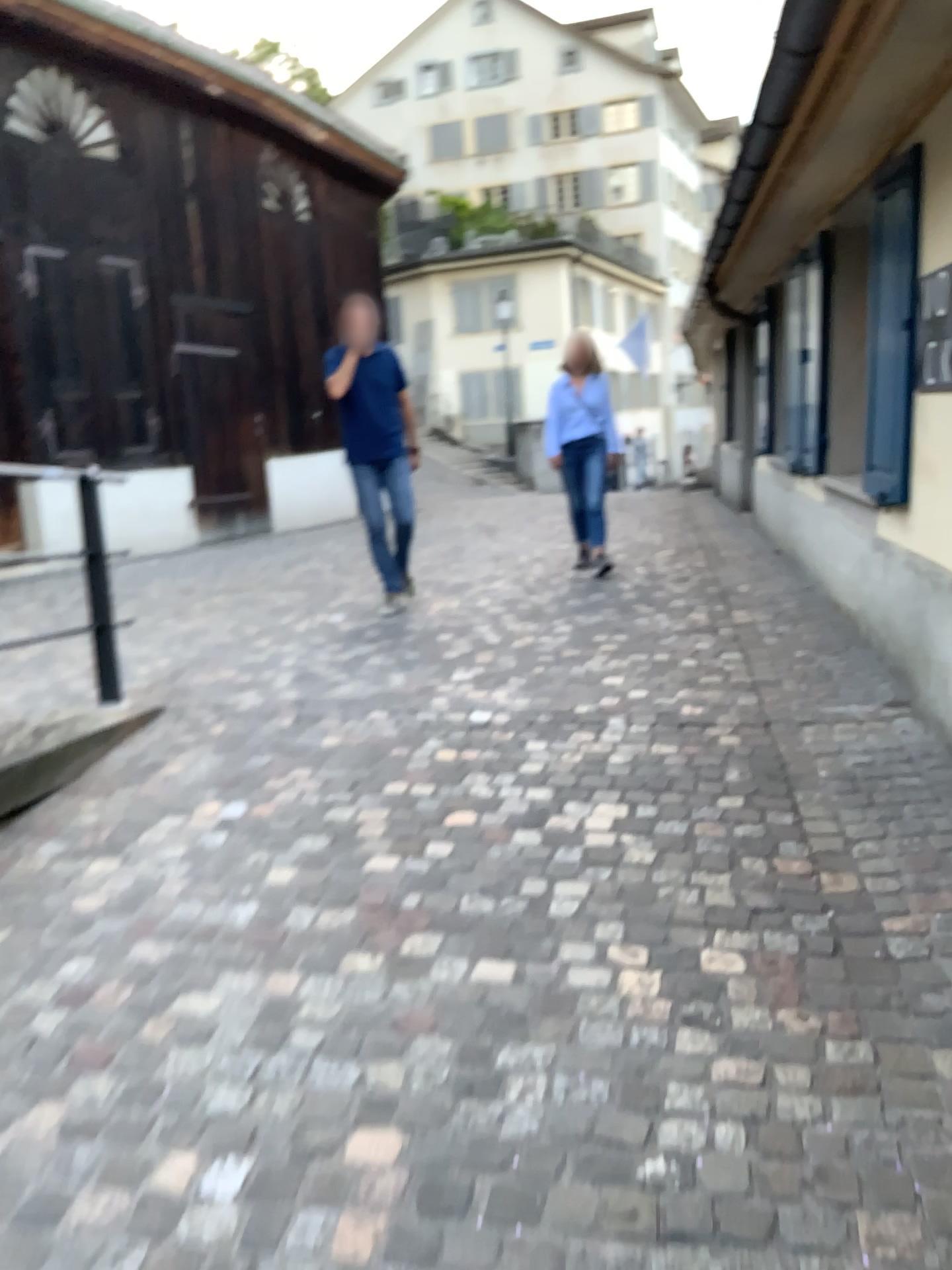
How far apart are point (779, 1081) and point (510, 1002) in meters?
0.6

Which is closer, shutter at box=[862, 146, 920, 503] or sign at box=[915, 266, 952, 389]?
sign at box=[915, 266, 952, 389]

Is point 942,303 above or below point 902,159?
below

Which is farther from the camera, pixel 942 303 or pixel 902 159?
pixel 902 159
